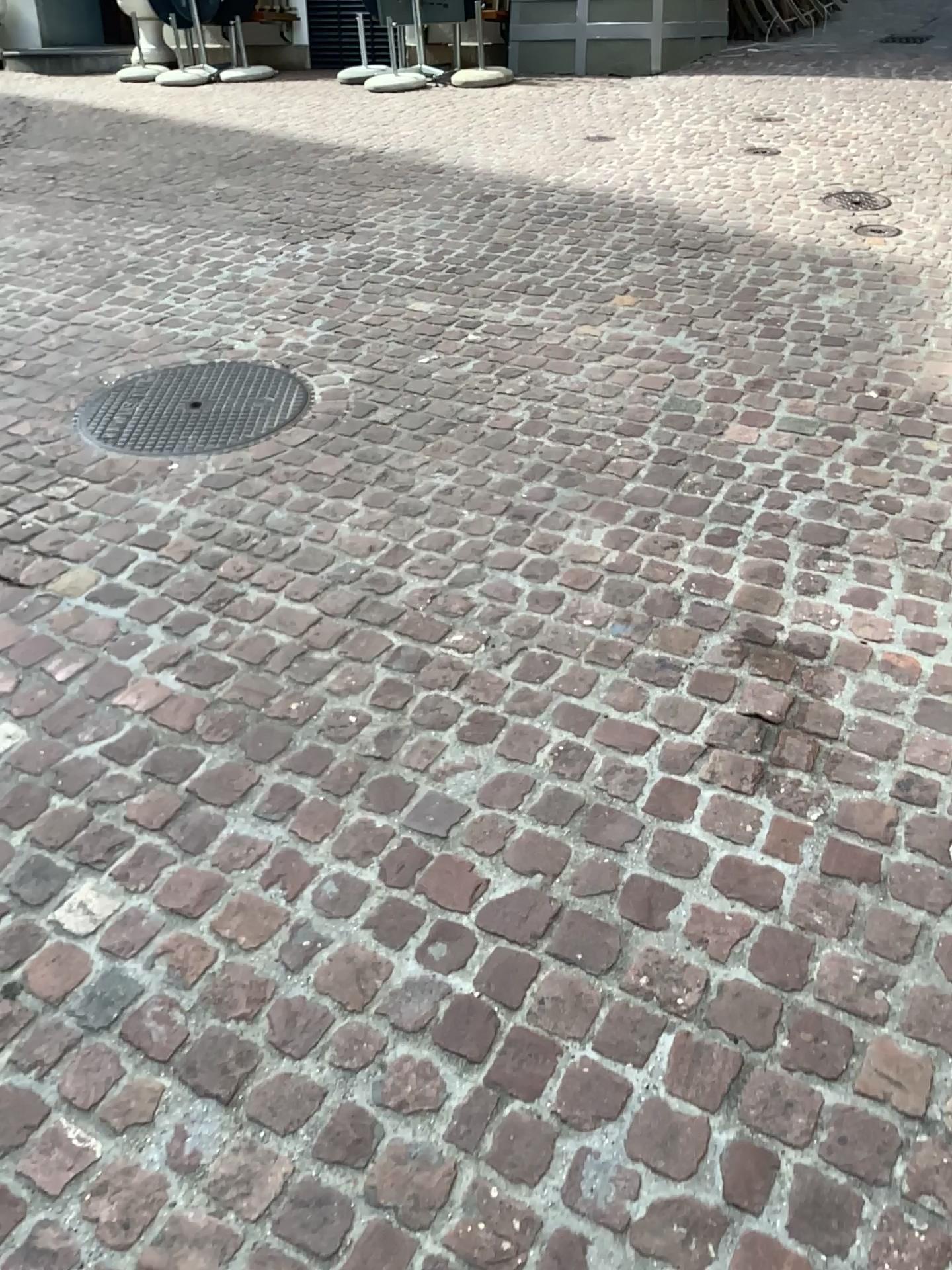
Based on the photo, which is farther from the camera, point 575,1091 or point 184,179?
point 184,179
